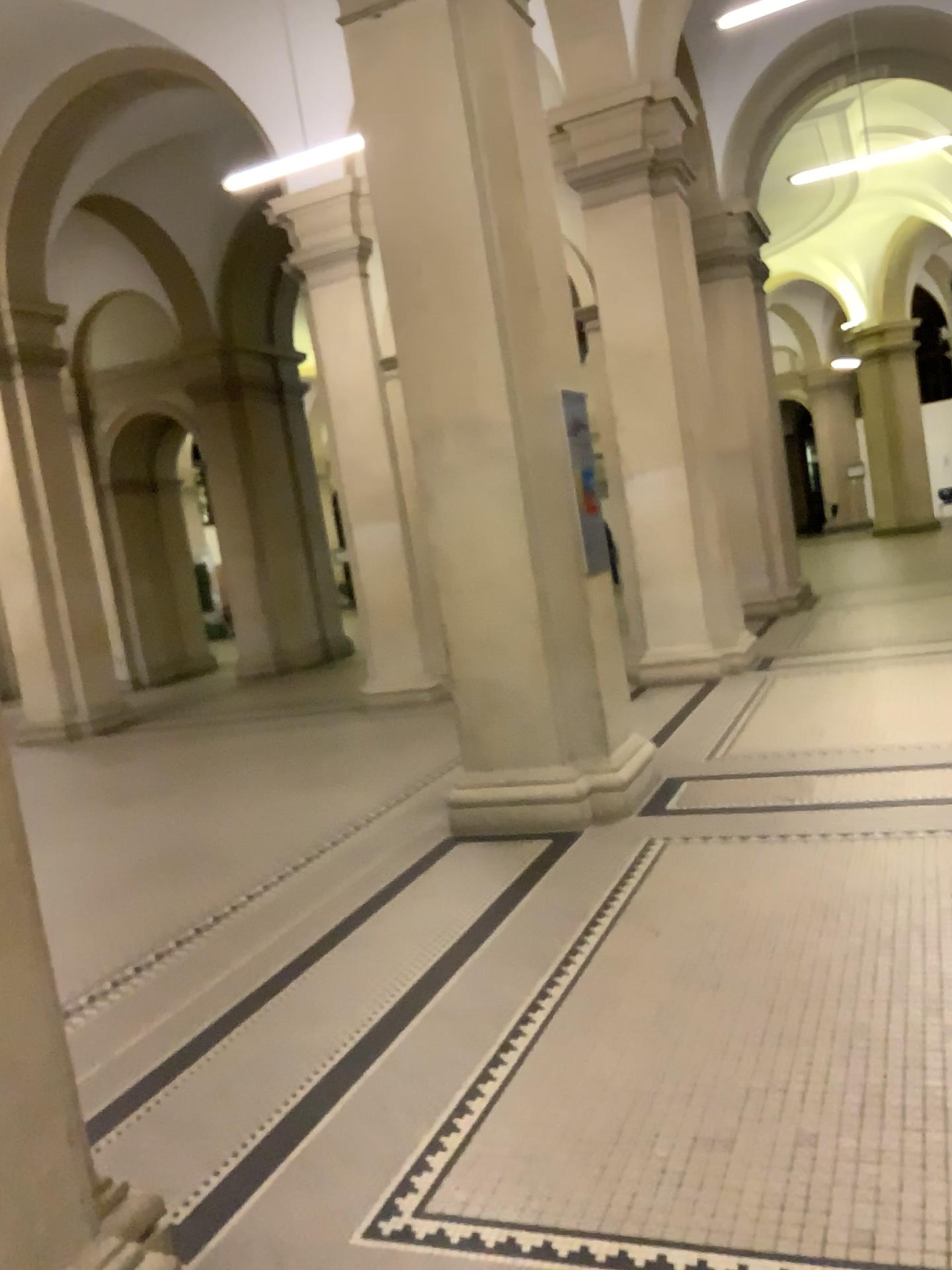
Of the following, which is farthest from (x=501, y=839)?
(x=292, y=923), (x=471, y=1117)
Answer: (x=471, y=1117)
